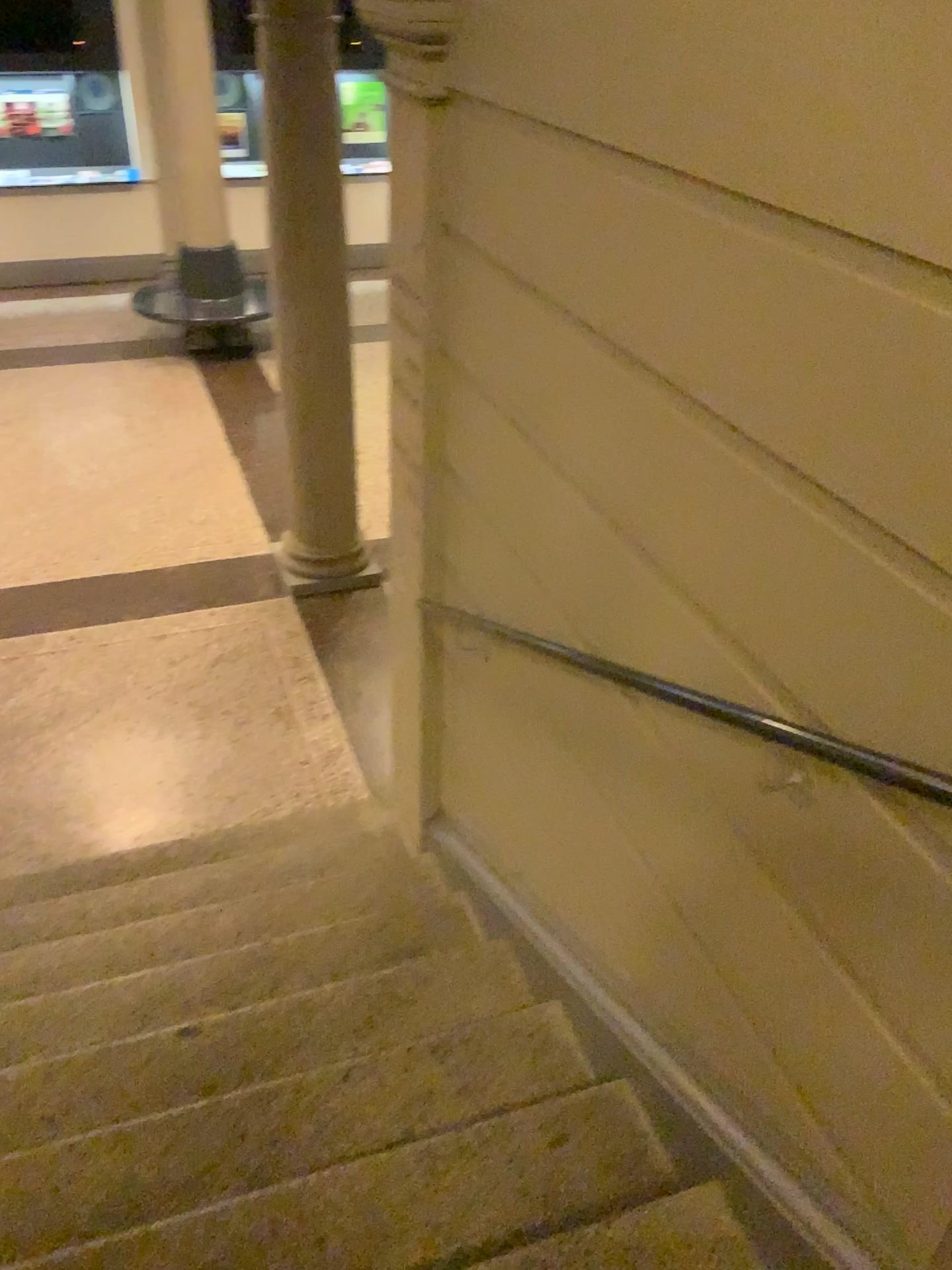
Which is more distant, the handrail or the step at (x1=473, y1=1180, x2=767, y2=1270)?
the step at (x1=473, y1=1180, x2=767, y2=1270)

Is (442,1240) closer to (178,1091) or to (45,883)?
(178,1091)

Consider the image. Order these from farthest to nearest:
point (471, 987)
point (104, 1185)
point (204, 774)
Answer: point (204, 774), point (471, 987), point (104, 1185)

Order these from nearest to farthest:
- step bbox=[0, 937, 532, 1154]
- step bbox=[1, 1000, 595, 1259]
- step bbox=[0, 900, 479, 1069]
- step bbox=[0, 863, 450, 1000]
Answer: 1. step bbox=[1, 1000, 595, 1259]
2. step bbox=[0, 937, 532, 1154]
3. step bbox=[0, 900, 479, 1069]
4. step bbox=[0, 863, 450, 1000]

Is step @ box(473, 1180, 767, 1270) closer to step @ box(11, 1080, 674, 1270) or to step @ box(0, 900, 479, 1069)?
step @ box(11, 1080, 674, 1270)

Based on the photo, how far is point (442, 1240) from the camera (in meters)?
1.89

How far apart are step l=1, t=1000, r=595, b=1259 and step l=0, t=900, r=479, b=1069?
0.44m

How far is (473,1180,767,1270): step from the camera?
1.76m

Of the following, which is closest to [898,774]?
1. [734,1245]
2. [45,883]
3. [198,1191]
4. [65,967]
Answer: [734,1245]

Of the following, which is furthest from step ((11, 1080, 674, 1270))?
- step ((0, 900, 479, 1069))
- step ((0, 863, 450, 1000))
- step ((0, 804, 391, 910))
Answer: step ((0, 804, 391, 910))
